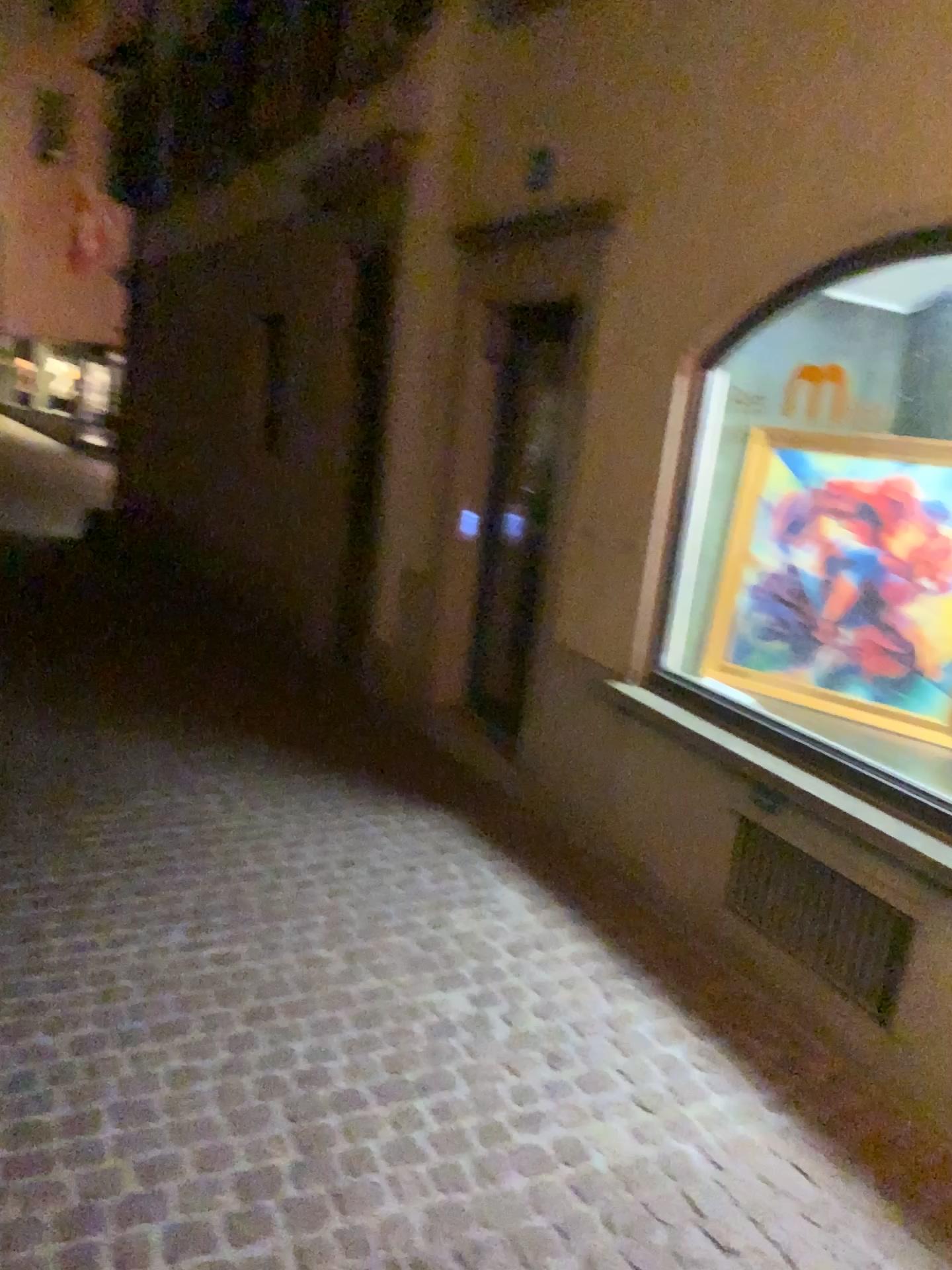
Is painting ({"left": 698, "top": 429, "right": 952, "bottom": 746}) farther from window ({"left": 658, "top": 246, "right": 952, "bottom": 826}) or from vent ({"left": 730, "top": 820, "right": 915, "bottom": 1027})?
vent ({"left": 730, "top": 820, "right": 915, "bottom": 1027})

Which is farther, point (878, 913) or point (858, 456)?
point (858, 456)

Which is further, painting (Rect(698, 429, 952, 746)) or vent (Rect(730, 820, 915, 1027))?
painting (Rect(698, 429, 952, 746))

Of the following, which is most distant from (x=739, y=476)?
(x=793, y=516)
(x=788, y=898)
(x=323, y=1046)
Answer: (x=323, y=1046)

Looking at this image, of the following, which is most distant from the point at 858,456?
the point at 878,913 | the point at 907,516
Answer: the point at 878,913

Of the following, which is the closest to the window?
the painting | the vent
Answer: the painting

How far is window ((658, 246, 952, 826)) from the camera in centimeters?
341cm

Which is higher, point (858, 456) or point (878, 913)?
point (858, 456)

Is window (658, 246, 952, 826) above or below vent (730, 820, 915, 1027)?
above
